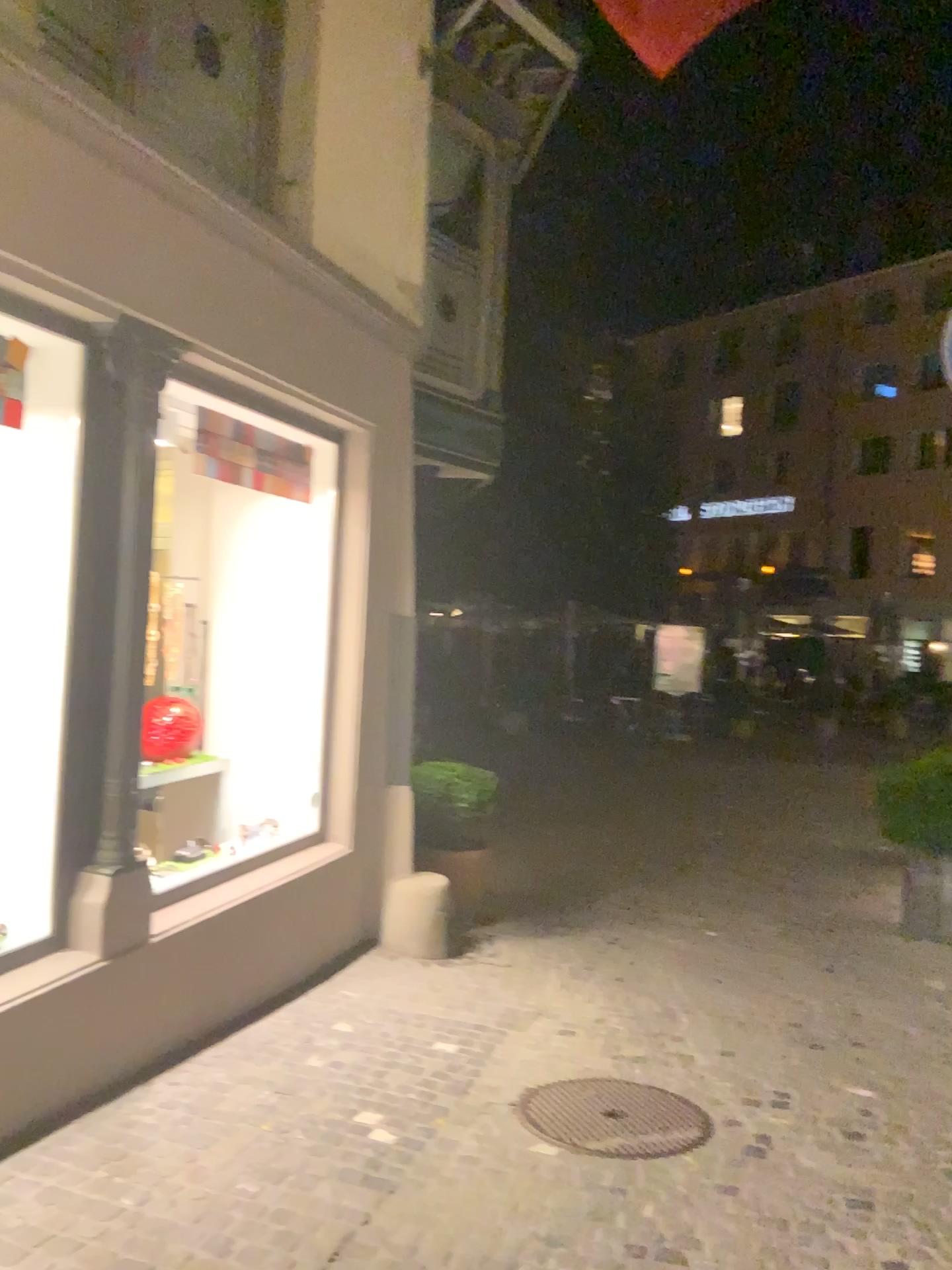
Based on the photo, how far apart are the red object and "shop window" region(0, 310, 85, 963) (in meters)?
0.30

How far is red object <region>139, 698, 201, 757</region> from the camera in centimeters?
389cm

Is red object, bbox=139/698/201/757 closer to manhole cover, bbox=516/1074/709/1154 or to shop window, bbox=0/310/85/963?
shop window, bbox=0/310/85/963

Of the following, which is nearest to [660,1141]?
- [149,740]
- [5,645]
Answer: [149,740]

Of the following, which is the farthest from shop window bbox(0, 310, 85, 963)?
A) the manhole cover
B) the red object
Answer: the manhole cover

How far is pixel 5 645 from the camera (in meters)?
3.76

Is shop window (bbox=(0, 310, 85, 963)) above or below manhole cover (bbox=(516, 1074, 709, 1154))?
above

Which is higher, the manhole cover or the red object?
the red object

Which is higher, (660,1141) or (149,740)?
(149,740)

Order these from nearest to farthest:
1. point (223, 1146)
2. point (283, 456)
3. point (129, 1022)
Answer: point (223, 1146), point (129, 1022), point (283, 456)
